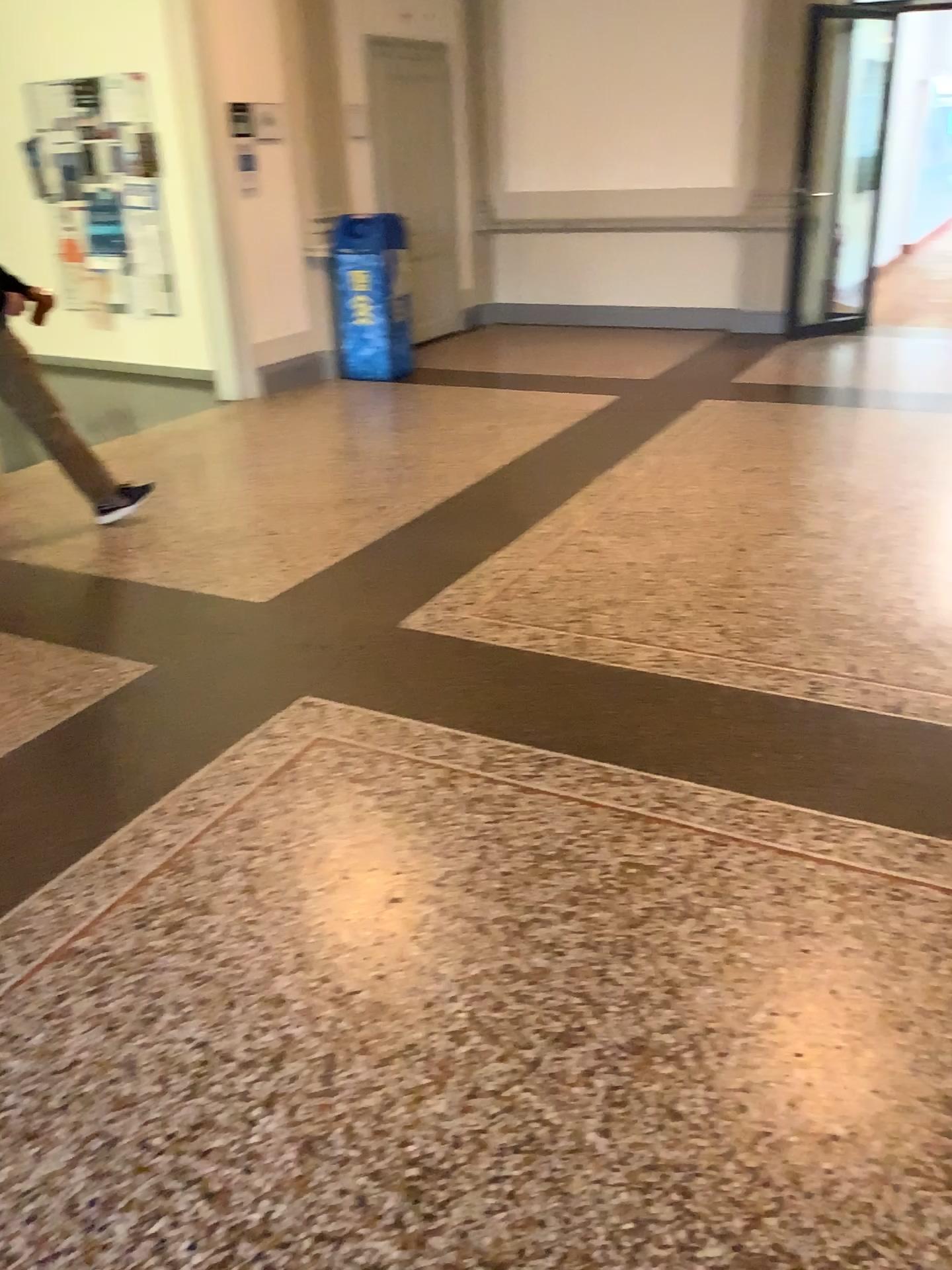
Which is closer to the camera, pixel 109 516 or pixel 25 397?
pixel 25 397

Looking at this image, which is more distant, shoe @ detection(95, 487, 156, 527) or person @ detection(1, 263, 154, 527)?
shoe @ detection(95, 487, 156, 527)

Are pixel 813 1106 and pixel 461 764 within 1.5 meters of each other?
yes

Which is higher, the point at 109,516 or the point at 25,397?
the point at 25,397
